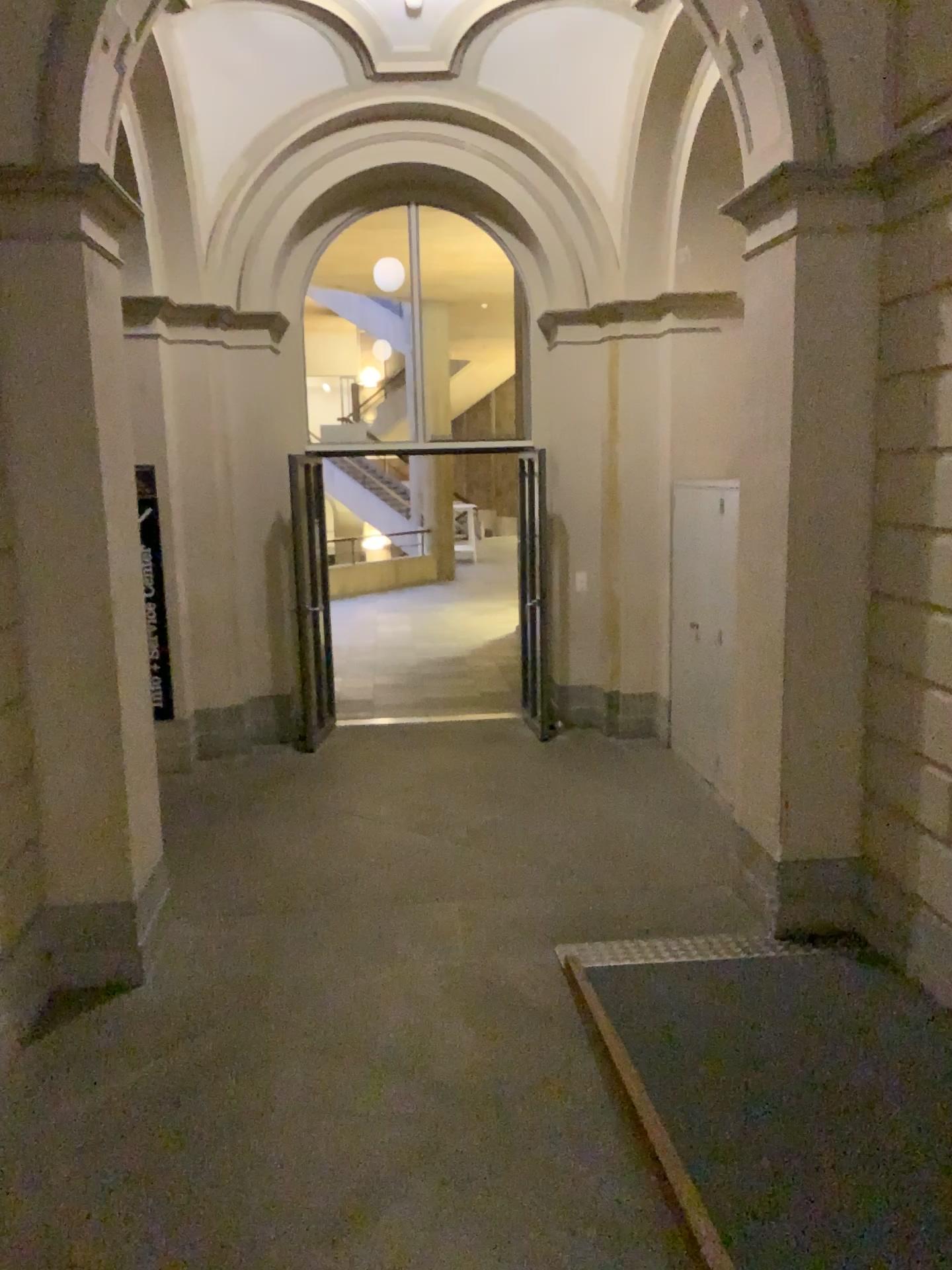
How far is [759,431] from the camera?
4.4 meters
